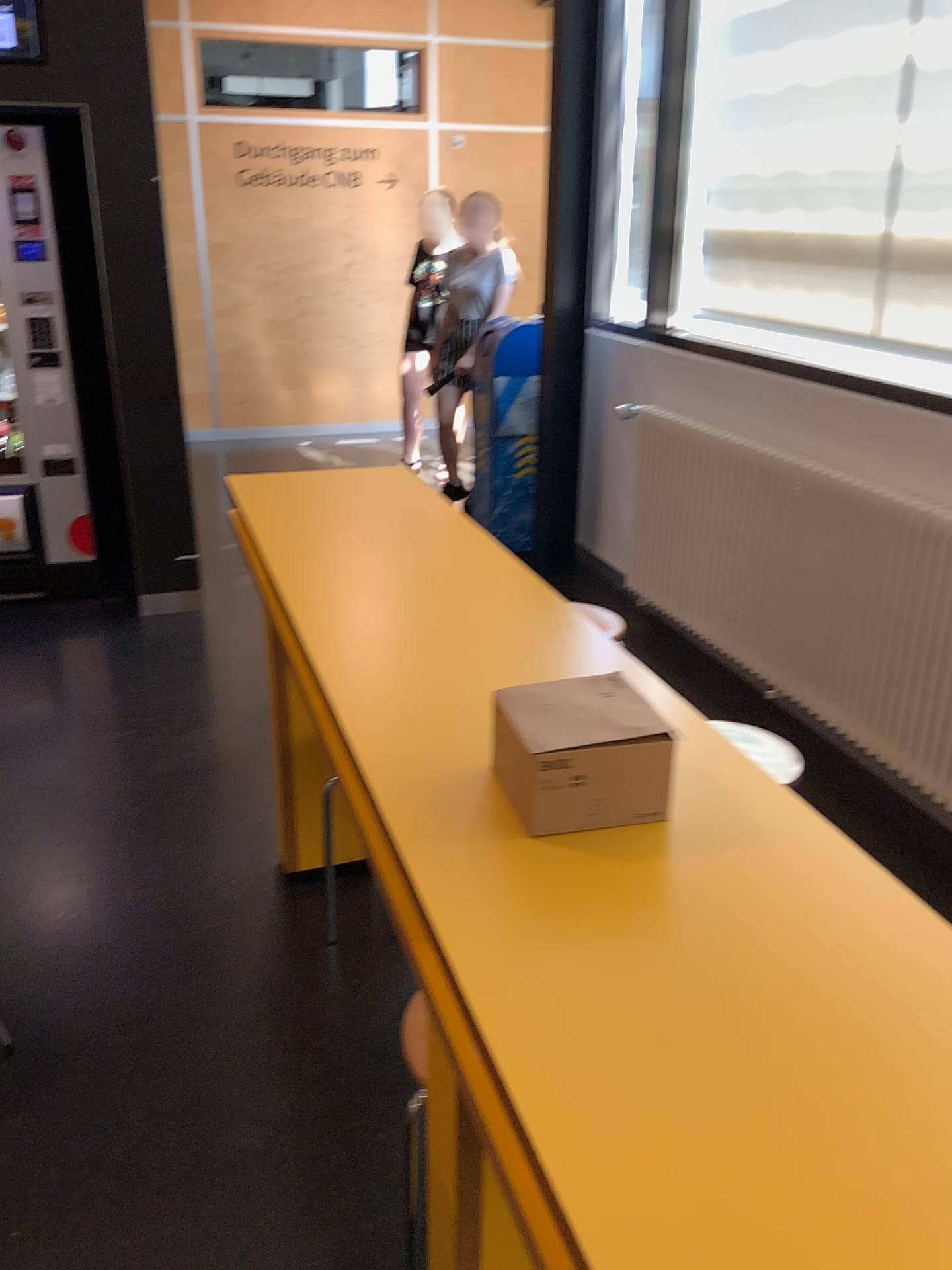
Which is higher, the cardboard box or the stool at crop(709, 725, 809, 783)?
the cardboard box

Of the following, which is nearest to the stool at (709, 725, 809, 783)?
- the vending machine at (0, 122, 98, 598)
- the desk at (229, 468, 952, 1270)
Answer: the desk at (229, 468, 952, 1270)

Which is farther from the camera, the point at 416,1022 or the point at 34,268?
the point at 34,268

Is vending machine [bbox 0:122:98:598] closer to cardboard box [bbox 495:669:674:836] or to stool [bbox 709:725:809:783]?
stool [bbox 709:725:809:783]

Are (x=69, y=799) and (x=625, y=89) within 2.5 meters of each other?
no

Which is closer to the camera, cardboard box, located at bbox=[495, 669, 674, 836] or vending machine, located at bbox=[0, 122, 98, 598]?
cardboard box, located at bbox=[495, 669, 674, 836]

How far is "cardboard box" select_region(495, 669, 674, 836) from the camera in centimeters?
119cm

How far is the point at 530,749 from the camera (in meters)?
1.19

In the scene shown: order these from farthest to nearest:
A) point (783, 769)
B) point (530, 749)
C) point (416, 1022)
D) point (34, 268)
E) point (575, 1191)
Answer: point (34, 268)
point (783, 769)
point (416, 1022)
point (530, 749)
point (575, 1191)

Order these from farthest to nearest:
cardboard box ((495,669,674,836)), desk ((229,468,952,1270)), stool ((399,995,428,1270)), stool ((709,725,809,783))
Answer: stool ((709,725,809,783)) → stool ((399,995,428,1270)) → cardboard box ((495,669,674,836)) → desk ((229,468,952,1270))
